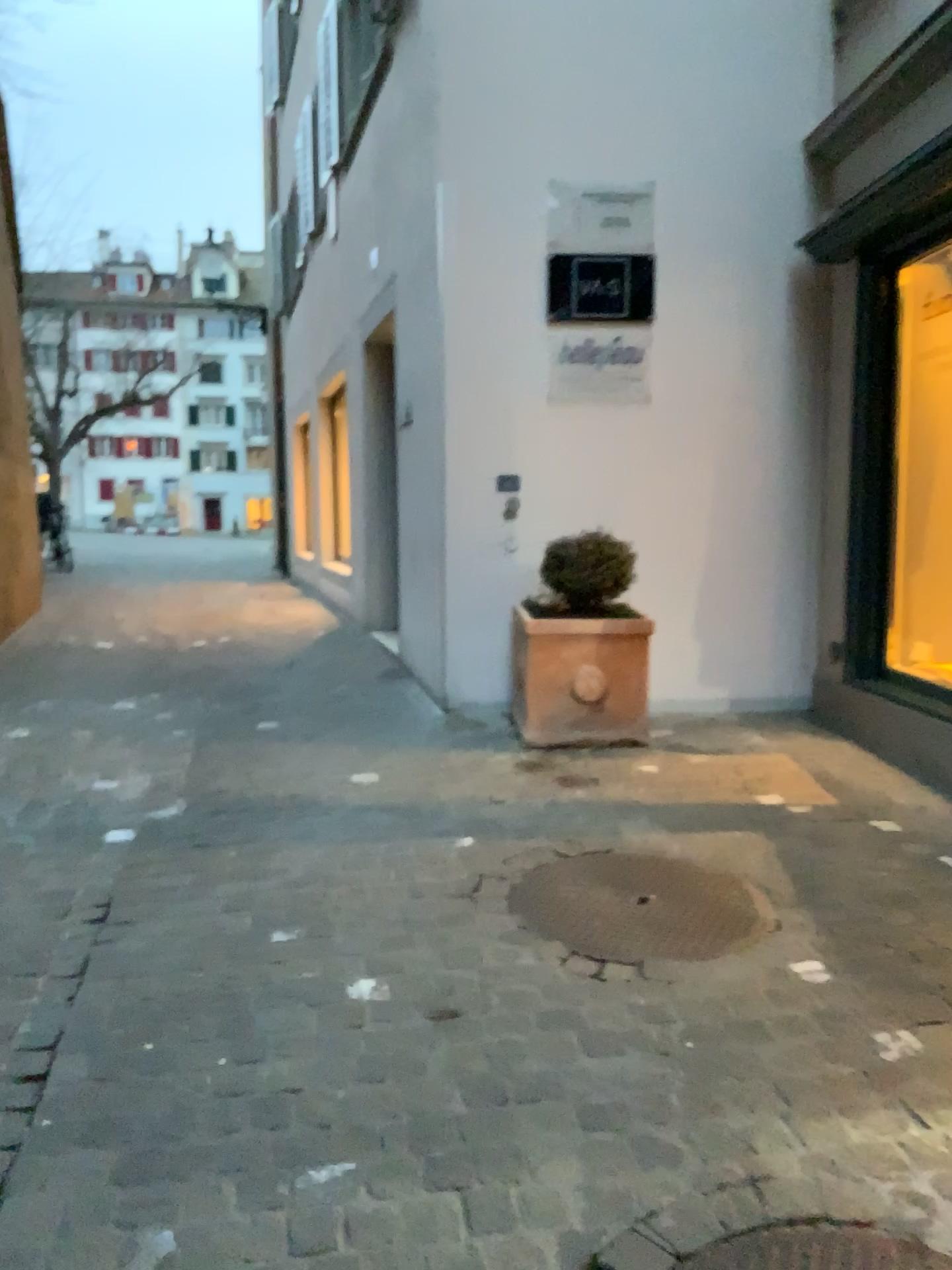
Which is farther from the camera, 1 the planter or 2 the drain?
1 the planter

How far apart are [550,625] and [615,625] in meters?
0.3

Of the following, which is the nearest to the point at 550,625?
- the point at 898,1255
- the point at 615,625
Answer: the point at 615,625

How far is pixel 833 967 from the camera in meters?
2.5

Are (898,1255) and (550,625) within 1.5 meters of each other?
no

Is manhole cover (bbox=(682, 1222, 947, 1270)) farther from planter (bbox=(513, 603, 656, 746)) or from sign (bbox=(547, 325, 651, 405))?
sign (bbox=(547, 325, 651, 405))

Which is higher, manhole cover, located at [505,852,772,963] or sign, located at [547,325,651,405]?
sign, located at [547,325,651,405]

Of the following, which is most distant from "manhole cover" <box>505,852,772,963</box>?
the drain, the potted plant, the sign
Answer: the sign

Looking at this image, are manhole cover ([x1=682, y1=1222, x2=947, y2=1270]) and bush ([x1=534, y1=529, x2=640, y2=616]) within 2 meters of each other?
no

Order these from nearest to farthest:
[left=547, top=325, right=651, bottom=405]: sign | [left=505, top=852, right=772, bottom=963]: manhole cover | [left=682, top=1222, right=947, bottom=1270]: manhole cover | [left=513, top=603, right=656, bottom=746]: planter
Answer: [left=682, top=1222, right=947, bottom=1270]: manhole cover → [left=505, top=852, right=772, bottom=963]: manhole cover → [left=513, top=603, right=656, bottom=746]: planter → [left=547, top=325, right=651, bottom=405]: sign
